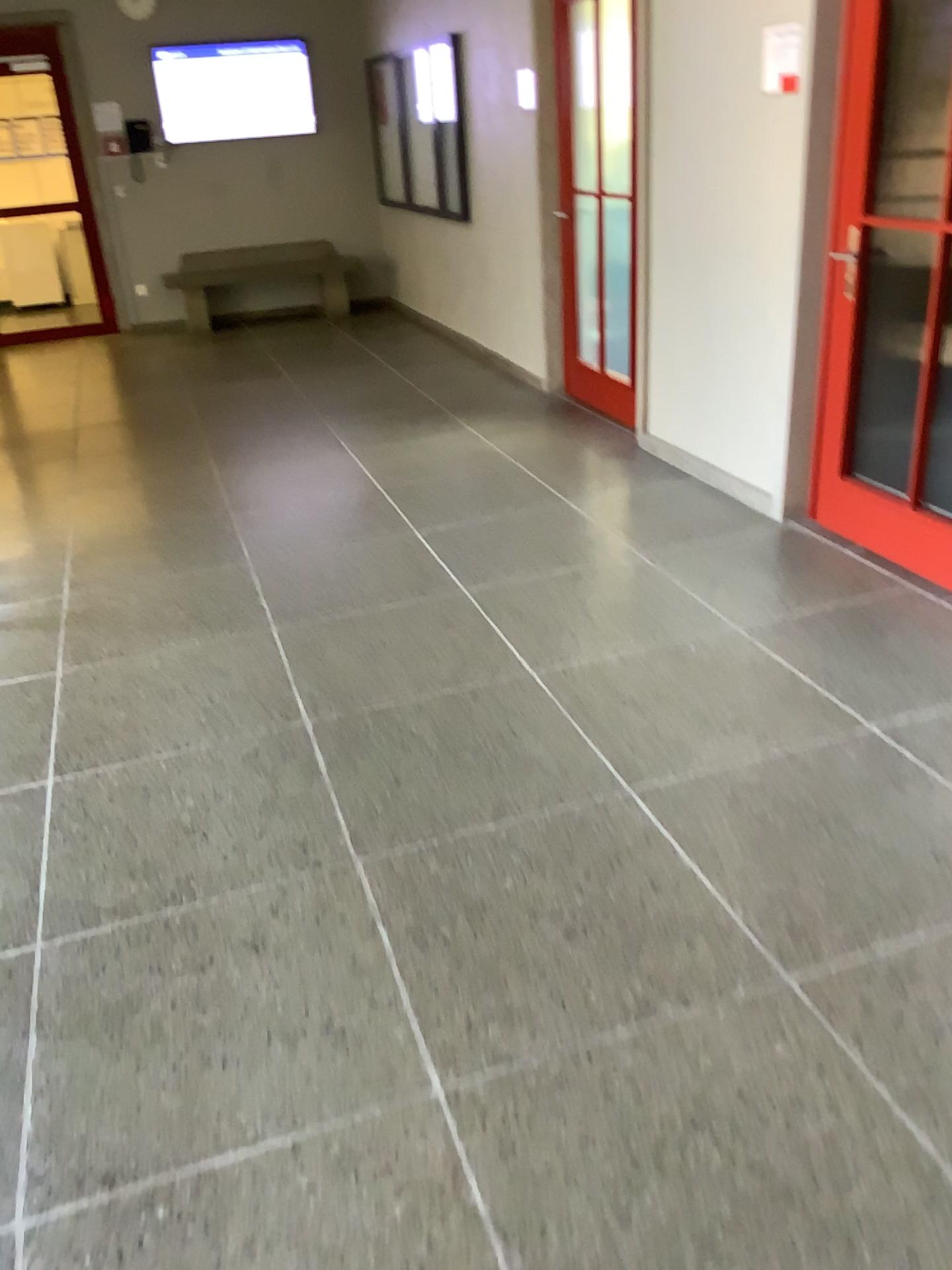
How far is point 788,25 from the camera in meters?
3.5 m

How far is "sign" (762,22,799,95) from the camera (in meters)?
3.53

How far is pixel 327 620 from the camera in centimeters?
359cm
